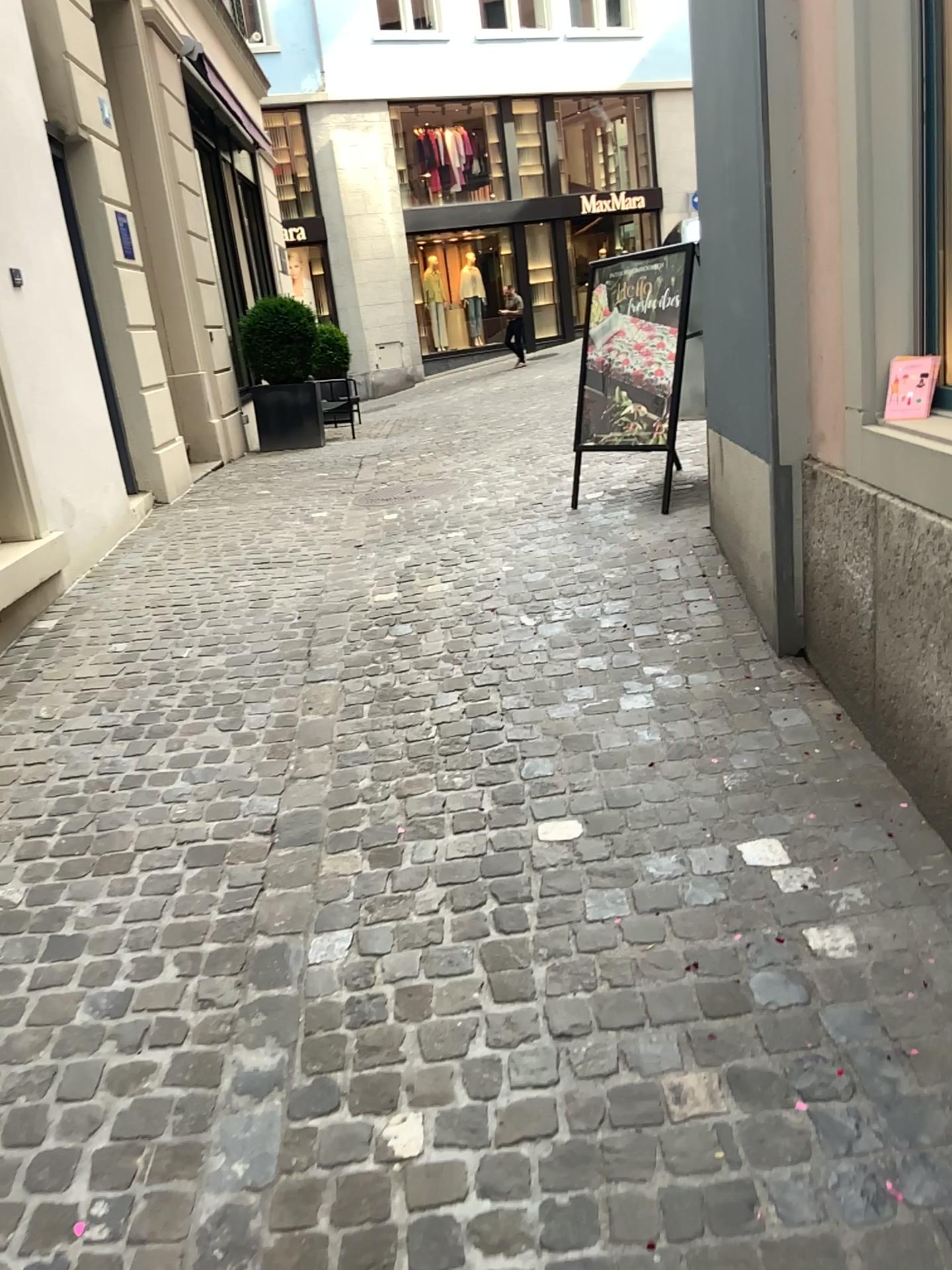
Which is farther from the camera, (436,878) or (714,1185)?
(436,878)
